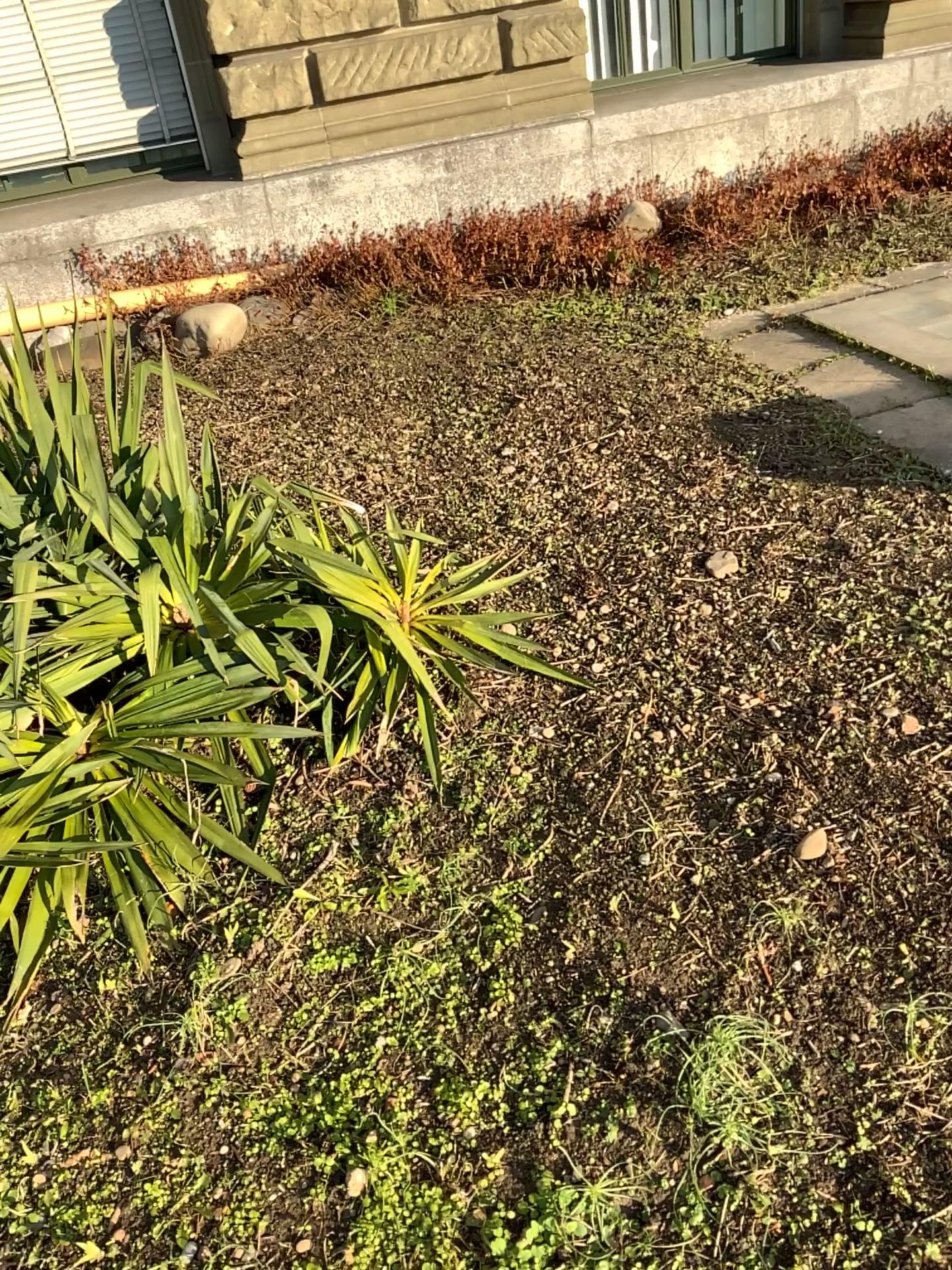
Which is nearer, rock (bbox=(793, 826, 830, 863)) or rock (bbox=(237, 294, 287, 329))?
rock (bbox=(793, 826, 830, 863))

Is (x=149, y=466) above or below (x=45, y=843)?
above

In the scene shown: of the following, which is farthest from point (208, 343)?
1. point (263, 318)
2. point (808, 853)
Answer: point (808, 853)

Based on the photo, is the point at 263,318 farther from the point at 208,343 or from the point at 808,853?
the point at 808,853

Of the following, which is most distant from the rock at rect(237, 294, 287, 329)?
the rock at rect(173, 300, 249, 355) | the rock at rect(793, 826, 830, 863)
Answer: the rock at rect(793, 826, 830, 863)

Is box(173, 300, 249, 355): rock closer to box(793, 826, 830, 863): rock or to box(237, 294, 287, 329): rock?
box(237, 294, 287, 329): rock

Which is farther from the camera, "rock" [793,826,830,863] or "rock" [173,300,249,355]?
"rock" [173,300,249,355]

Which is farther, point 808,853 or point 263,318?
point 263,318
